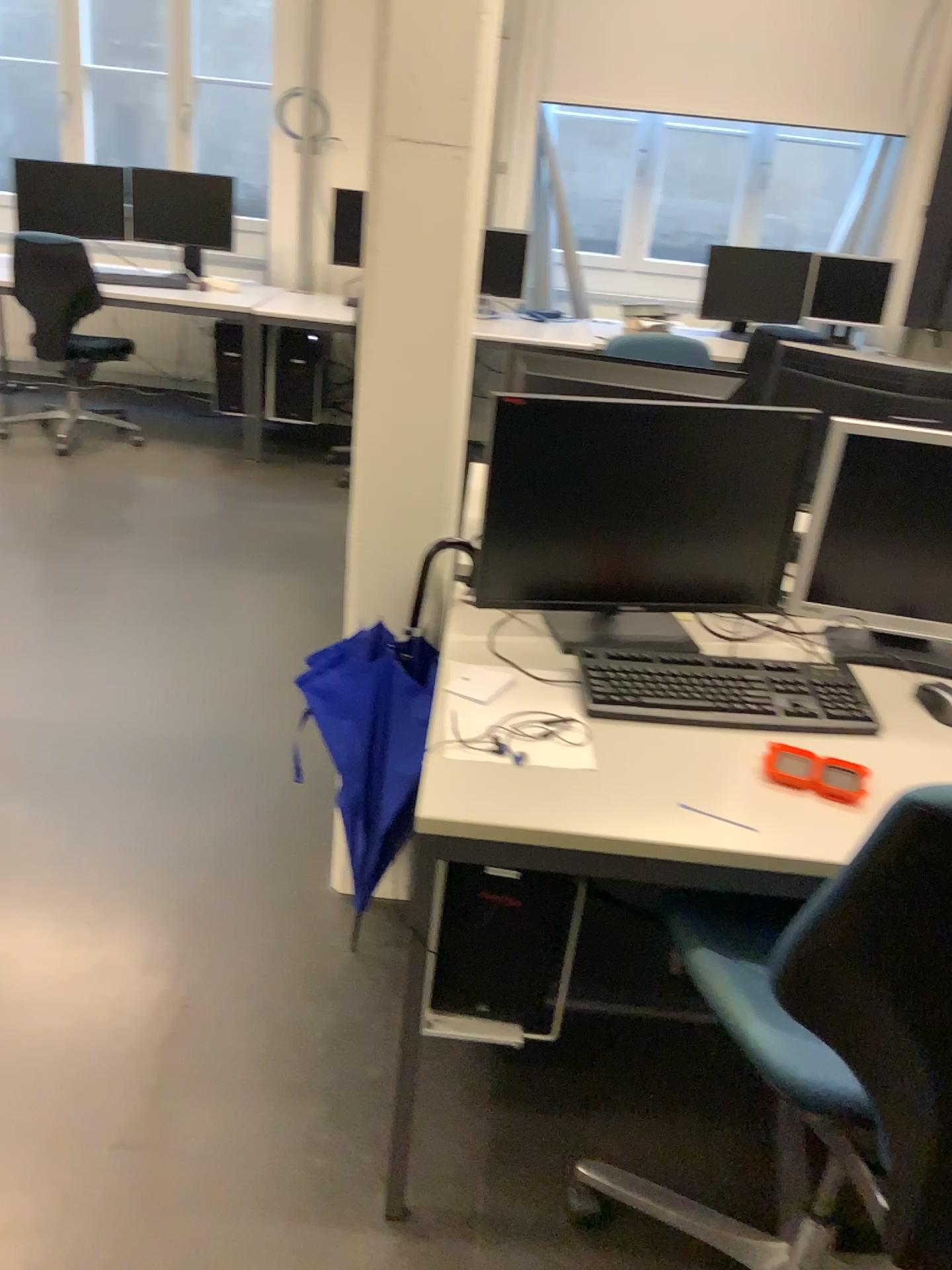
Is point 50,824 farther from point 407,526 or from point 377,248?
point 377,248

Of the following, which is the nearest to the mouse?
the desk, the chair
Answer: the desk

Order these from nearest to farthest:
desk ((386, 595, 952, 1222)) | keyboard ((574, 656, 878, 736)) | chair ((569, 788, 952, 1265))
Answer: chair ((569, 788, 952, 1265))
desk ((386, 595, 952, 1222))
keyboard ((574, 656, 878, 736))

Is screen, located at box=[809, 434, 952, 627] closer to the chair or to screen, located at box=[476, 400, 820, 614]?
screen, located at box=[476, 400, 820, 614]

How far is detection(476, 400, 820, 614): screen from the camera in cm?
171

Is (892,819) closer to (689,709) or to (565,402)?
(689,709)

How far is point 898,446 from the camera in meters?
1.7 m

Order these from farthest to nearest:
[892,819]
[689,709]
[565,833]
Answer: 1. [689,709]
2. [565,833]
3. [892,819]

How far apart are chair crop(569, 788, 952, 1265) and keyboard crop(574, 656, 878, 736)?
0.4m

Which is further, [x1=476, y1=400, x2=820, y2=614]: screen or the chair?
[x1=476, y1=400, x2=820, y2=614]: screen
